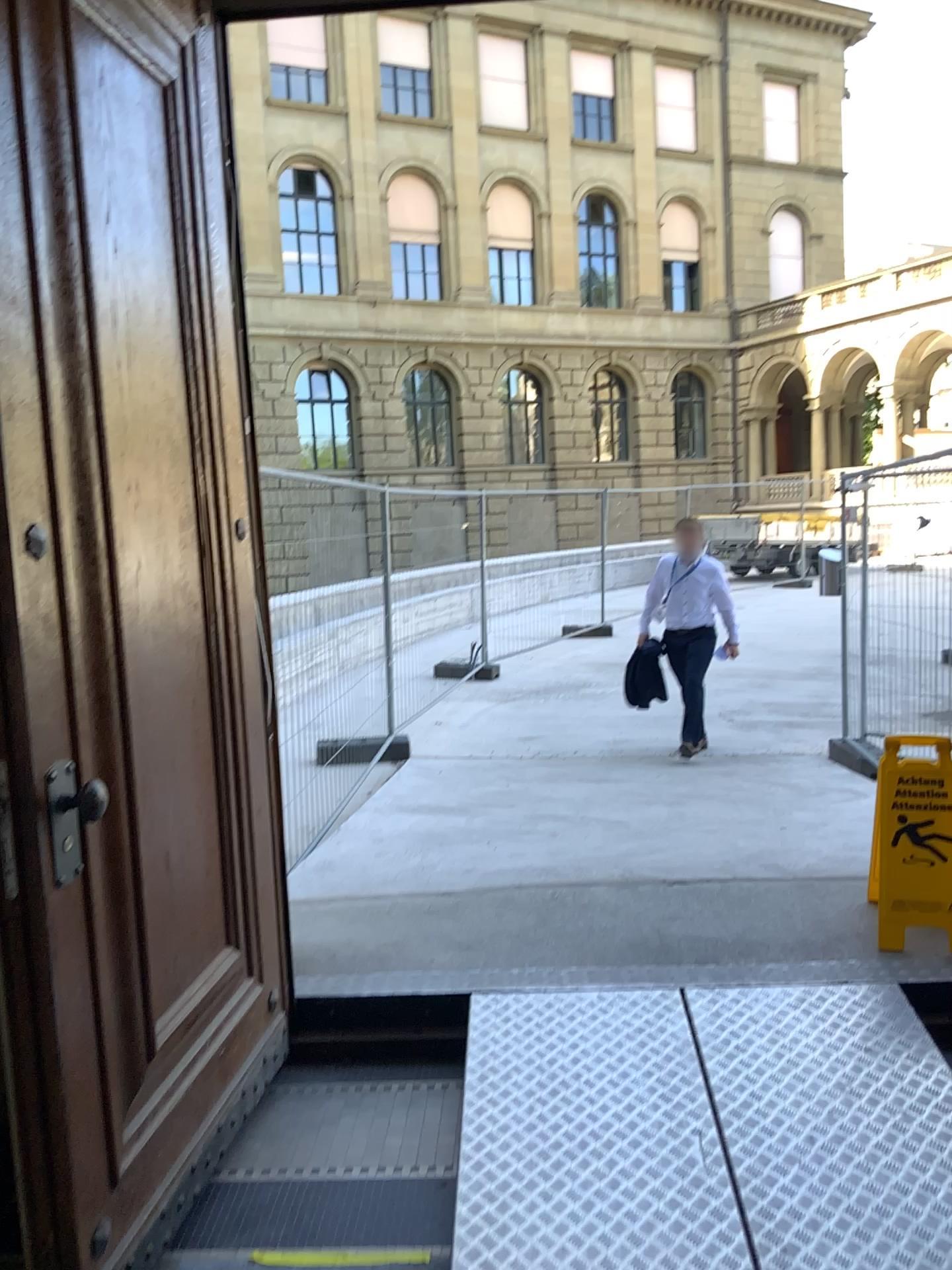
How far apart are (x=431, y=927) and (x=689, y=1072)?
1.2m
